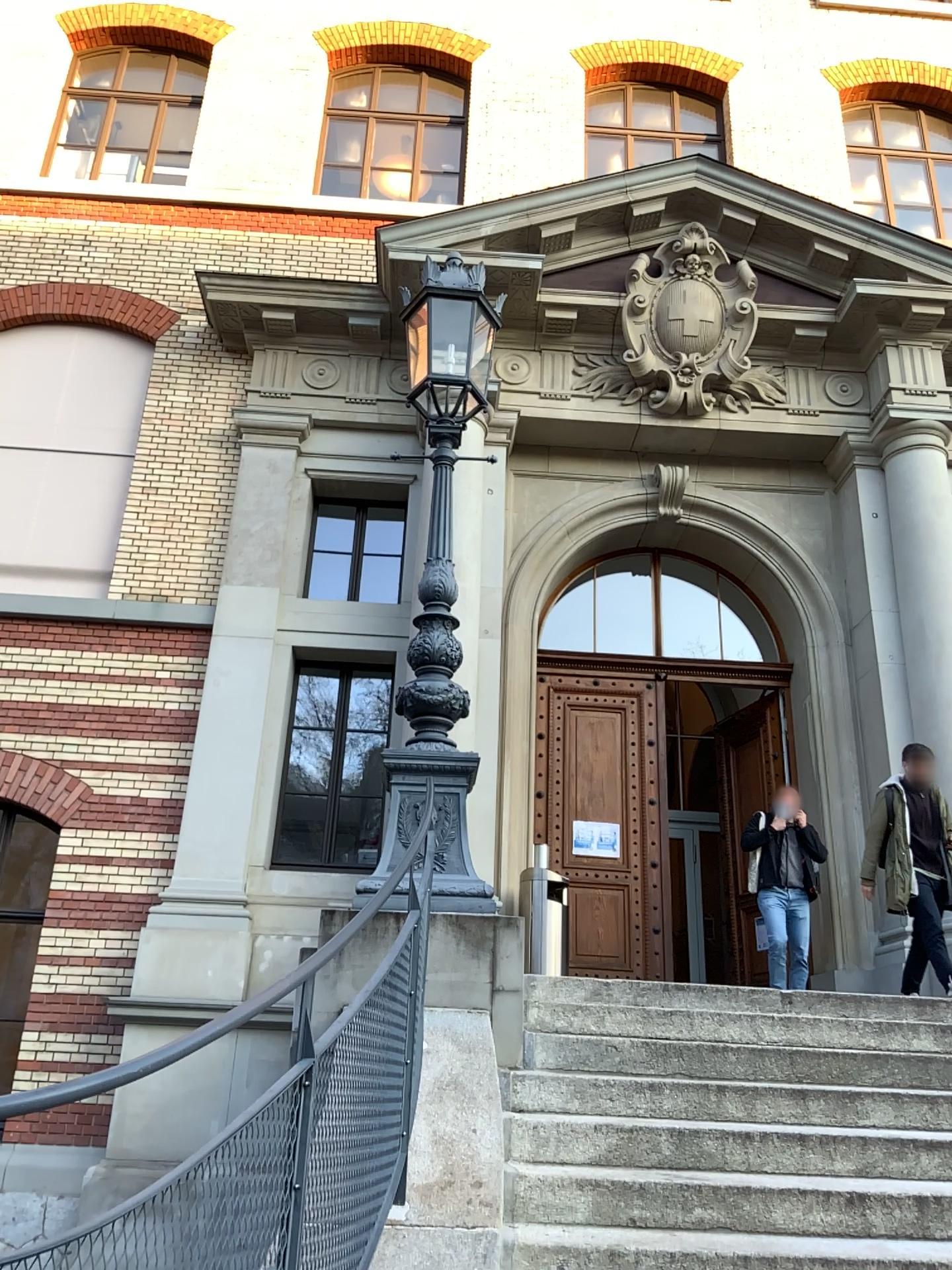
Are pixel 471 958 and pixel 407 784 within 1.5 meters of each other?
yes
